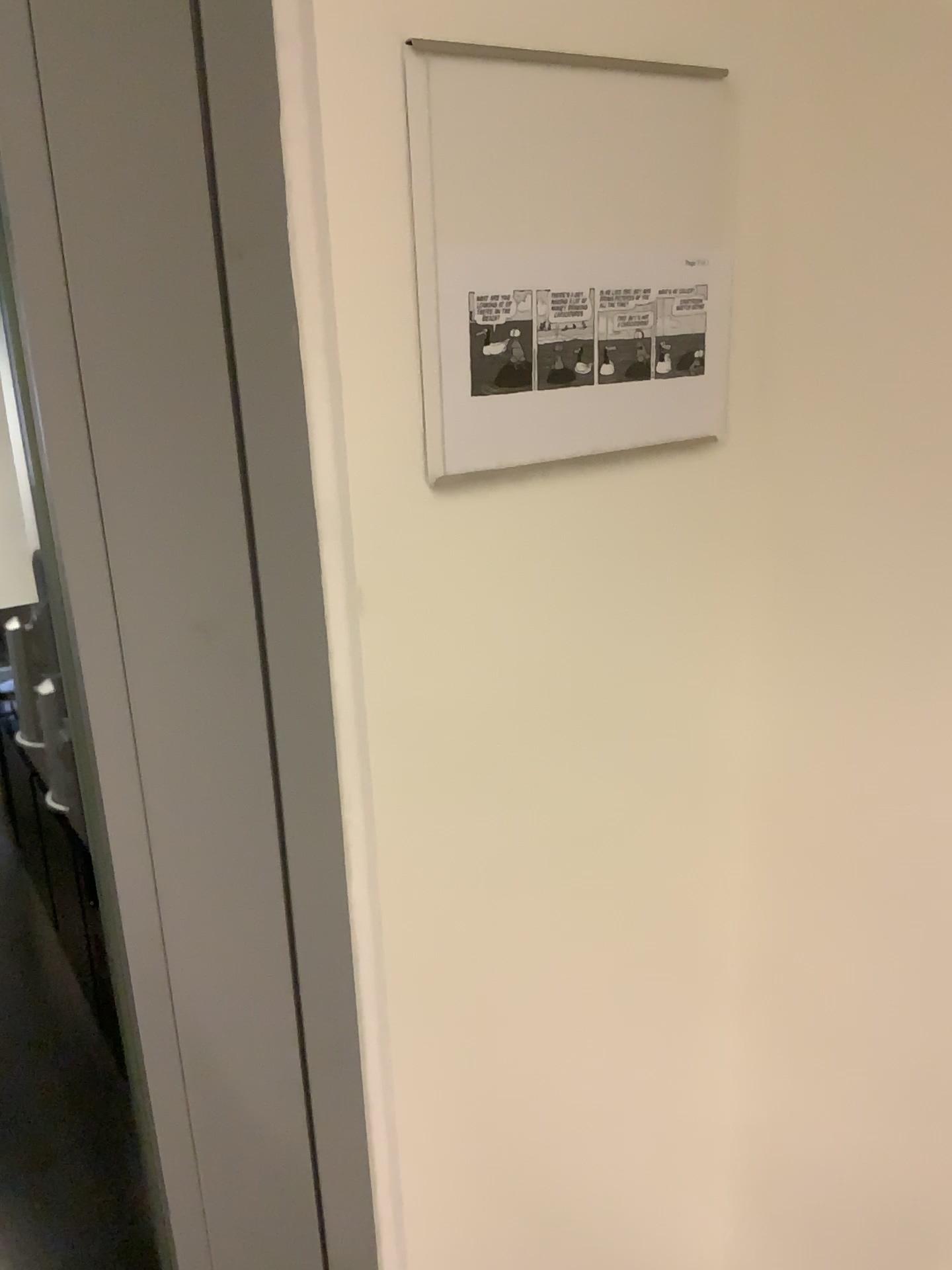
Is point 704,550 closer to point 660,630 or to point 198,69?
point 660,630

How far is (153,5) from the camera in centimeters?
47cm

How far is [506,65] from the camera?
0.5 meters

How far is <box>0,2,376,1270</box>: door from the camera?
0.5 meters

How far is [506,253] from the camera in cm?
57

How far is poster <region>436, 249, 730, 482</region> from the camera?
0.6 meters

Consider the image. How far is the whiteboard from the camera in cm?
55
